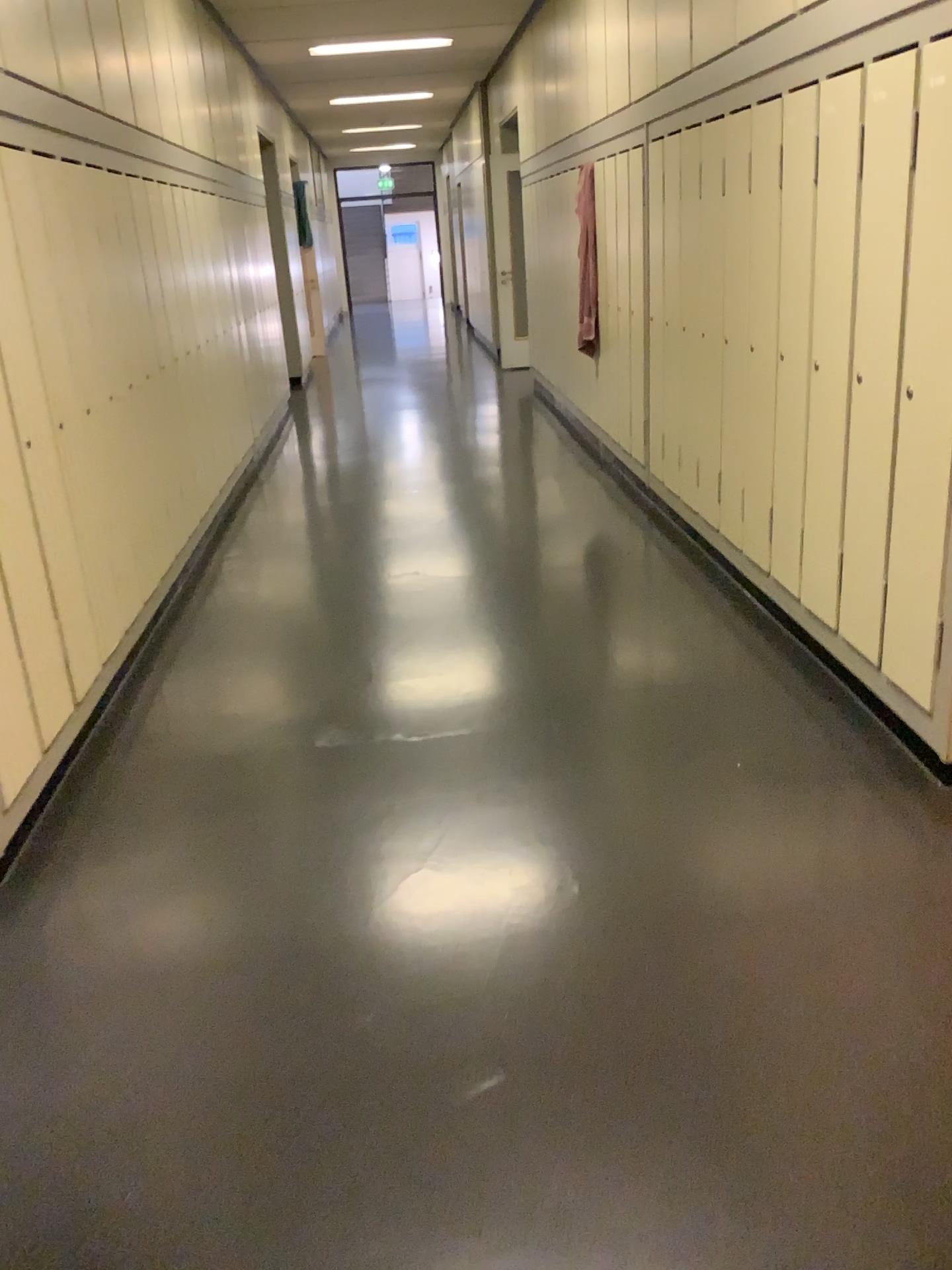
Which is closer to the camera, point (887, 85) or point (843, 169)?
point (887, 85)

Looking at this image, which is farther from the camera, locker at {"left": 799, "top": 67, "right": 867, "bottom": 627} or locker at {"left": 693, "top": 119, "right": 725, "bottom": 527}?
locker at {"left": 693, "top": 119, "right": 725, "bottom": 527}

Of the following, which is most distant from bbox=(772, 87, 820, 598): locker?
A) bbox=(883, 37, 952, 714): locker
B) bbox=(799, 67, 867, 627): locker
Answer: bbox=(883, 37, 952, 714): locker

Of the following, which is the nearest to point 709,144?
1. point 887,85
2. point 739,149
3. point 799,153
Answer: point 739,149

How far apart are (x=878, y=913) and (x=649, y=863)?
0.5 meters

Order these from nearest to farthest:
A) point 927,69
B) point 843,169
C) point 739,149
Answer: point 927,69 < point 843,169 < point 739,149

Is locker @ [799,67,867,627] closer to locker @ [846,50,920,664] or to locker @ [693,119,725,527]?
locker @ [846,50,920,664]

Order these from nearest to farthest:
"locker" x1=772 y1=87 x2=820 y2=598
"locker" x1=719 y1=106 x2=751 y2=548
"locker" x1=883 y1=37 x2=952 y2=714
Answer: "locker" x1=883 y1=37 x2=952 y2=714 → "locker" x1=772 y1=87 x2=820 y2=598 → "locker" x1=719 y1=106 x2=751 y2=548

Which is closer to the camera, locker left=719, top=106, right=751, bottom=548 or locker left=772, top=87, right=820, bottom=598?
locker left=772, top=87, right=820, bottom=598

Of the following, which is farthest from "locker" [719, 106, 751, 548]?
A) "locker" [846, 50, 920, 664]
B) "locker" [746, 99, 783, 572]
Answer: "locker" [846, 50, 920, 664]
